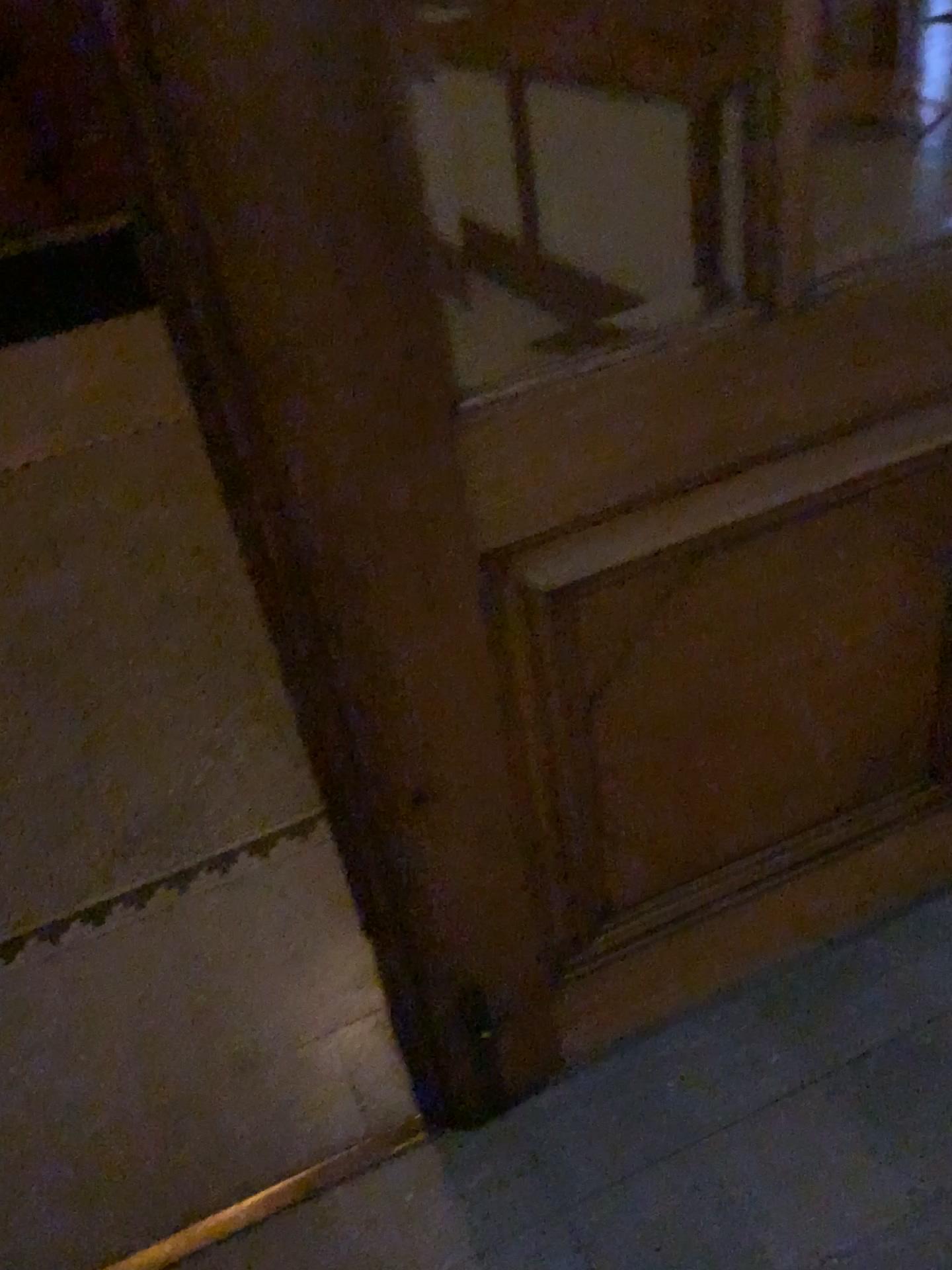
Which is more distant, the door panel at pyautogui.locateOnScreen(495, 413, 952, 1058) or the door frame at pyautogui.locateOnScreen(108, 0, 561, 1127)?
the door panel at pyautogui.locateOnScreen(495, 413, 952, 1058)

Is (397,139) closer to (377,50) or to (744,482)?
(377,50)

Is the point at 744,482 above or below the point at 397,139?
below

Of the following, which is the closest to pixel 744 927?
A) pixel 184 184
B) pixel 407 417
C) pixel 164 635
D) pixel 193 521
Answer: pixel 407 417

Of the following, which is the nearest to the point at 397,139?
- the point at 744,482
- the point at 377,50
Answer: the point at 377,50
